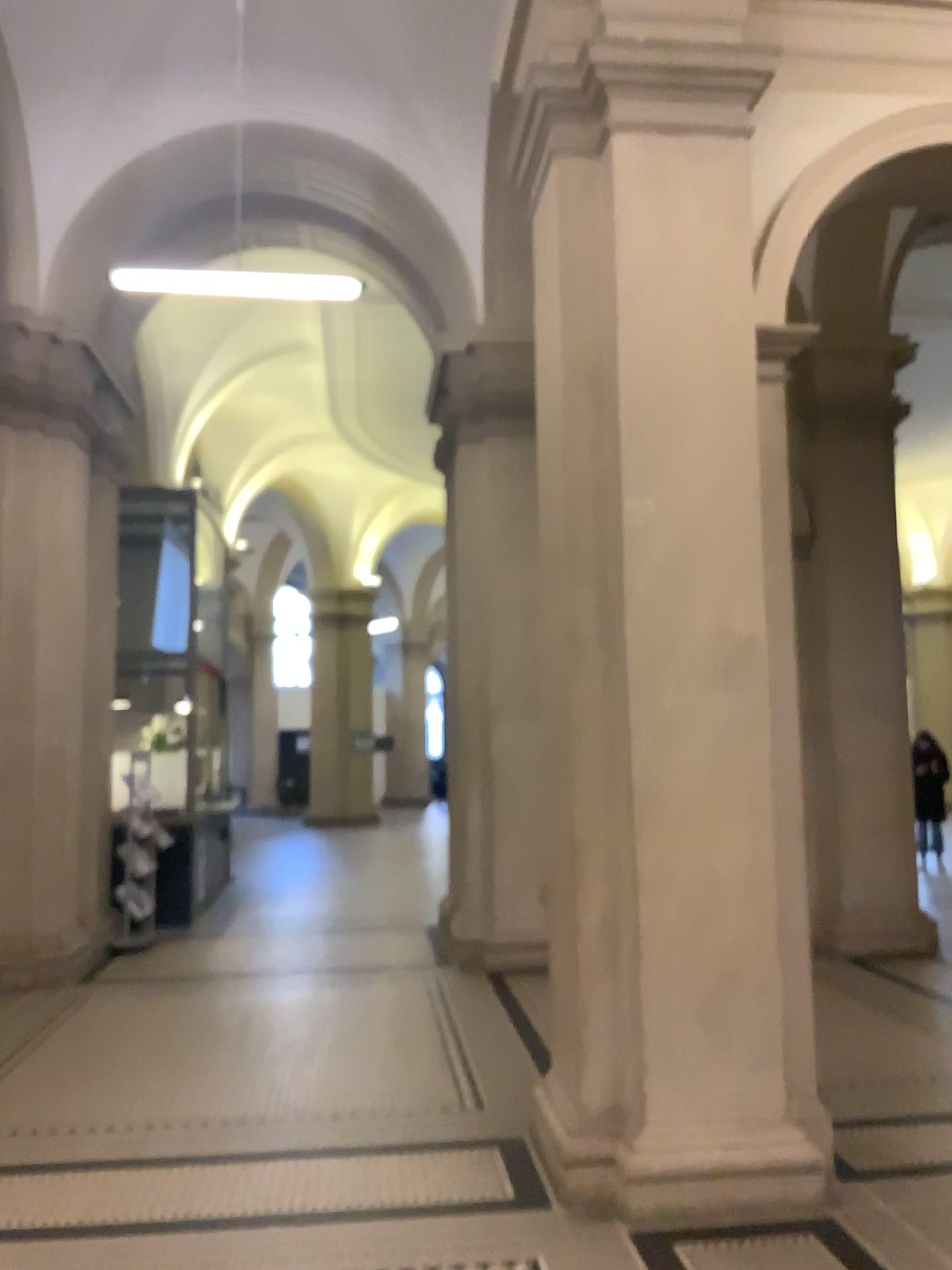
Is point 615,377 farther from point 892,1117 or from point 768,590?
point 892,1117

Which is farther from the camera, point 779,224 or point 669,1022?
point 779,224

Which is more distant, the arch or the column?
the arch

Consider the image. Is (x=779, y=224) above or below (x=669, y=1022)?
above
